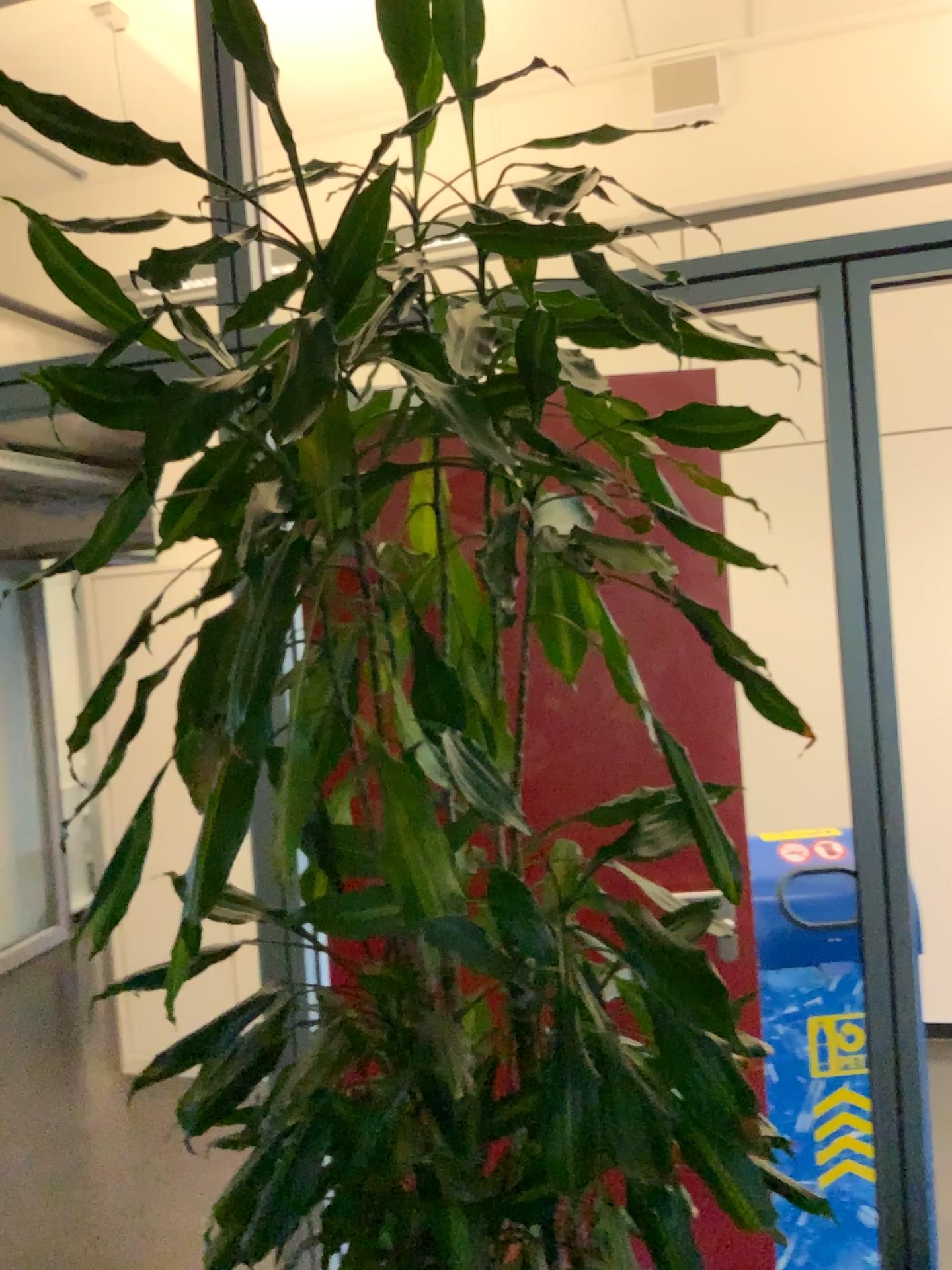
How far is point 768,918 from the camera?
2.19m

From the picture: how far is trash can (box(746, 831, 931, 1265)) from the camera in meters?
2.2

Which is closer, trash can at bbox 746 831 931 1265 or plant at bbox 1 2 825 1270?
plant at bbox 1 2 825 1270

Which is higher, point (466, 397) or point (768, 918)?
point (466, 397)

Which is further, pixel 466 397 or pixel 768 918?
pixel 768 918

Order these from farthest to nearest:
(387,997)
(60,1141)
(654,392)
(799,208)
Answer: (799,208) < (60,1141) < (654,392) < (387,997)
